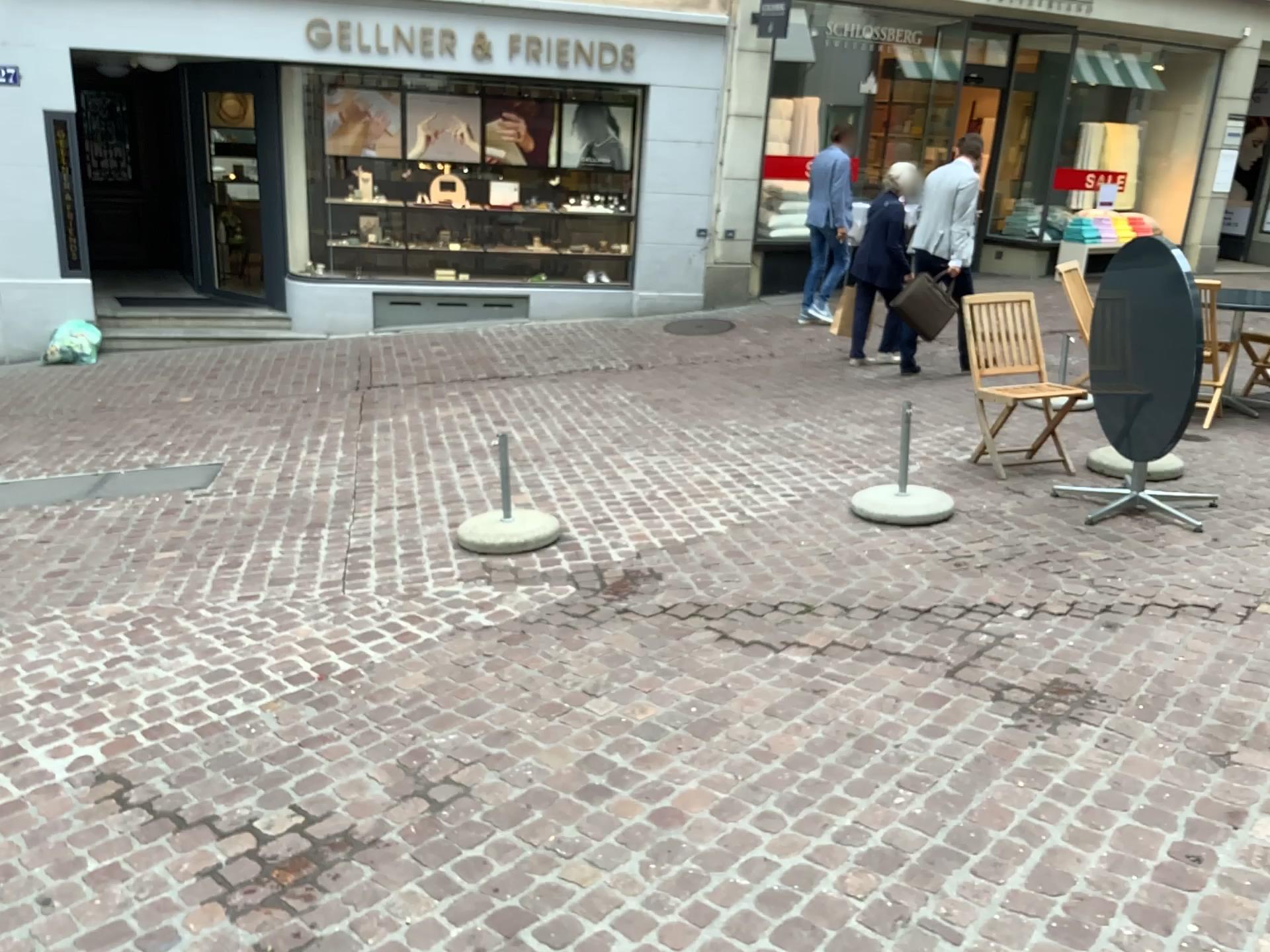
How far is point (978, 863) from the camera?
2.41m
